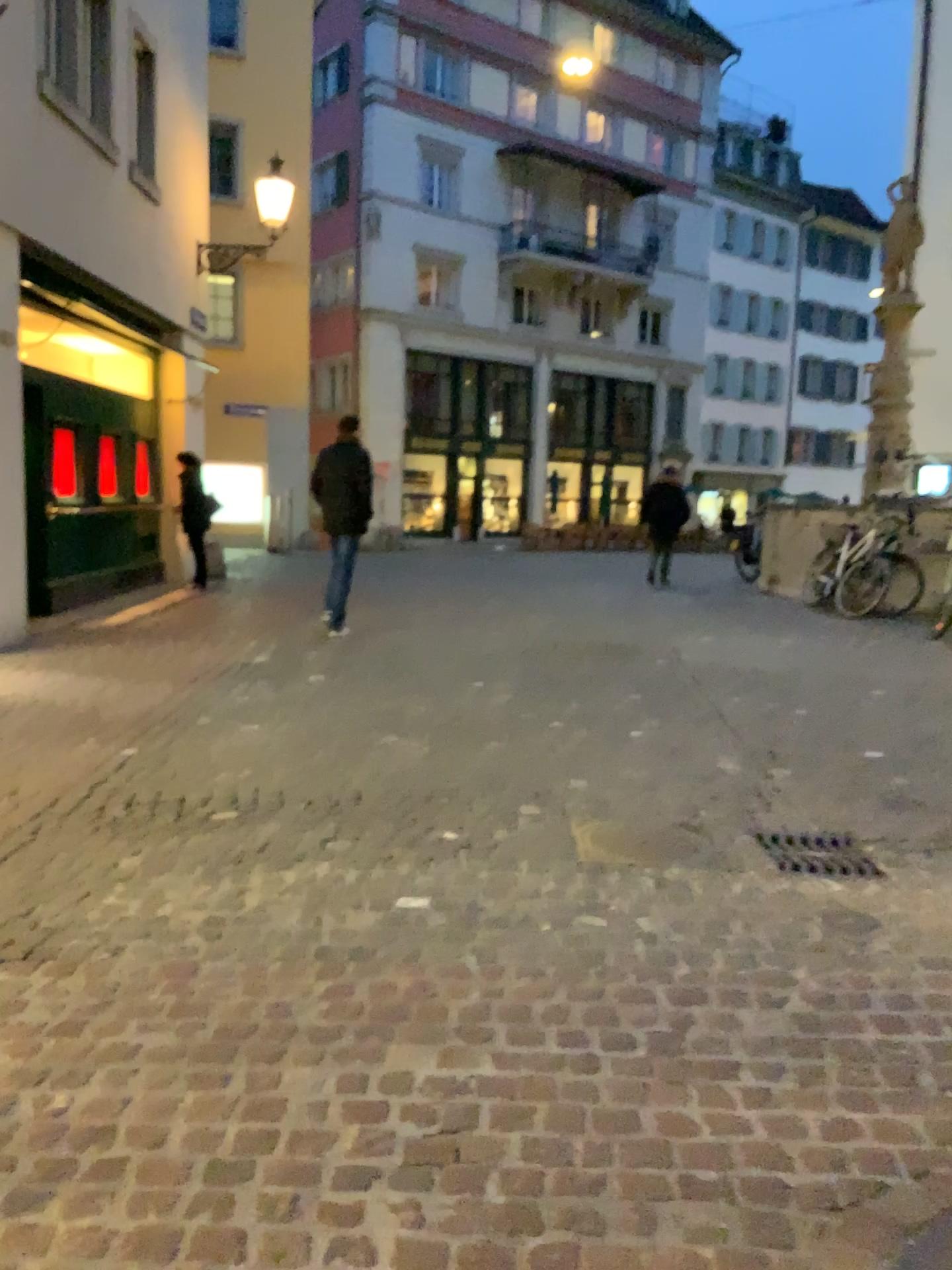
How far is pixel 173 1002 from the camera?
2.63m

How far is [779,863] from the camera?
3.68m

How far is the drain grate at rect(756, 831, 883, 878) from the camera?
3.7m
